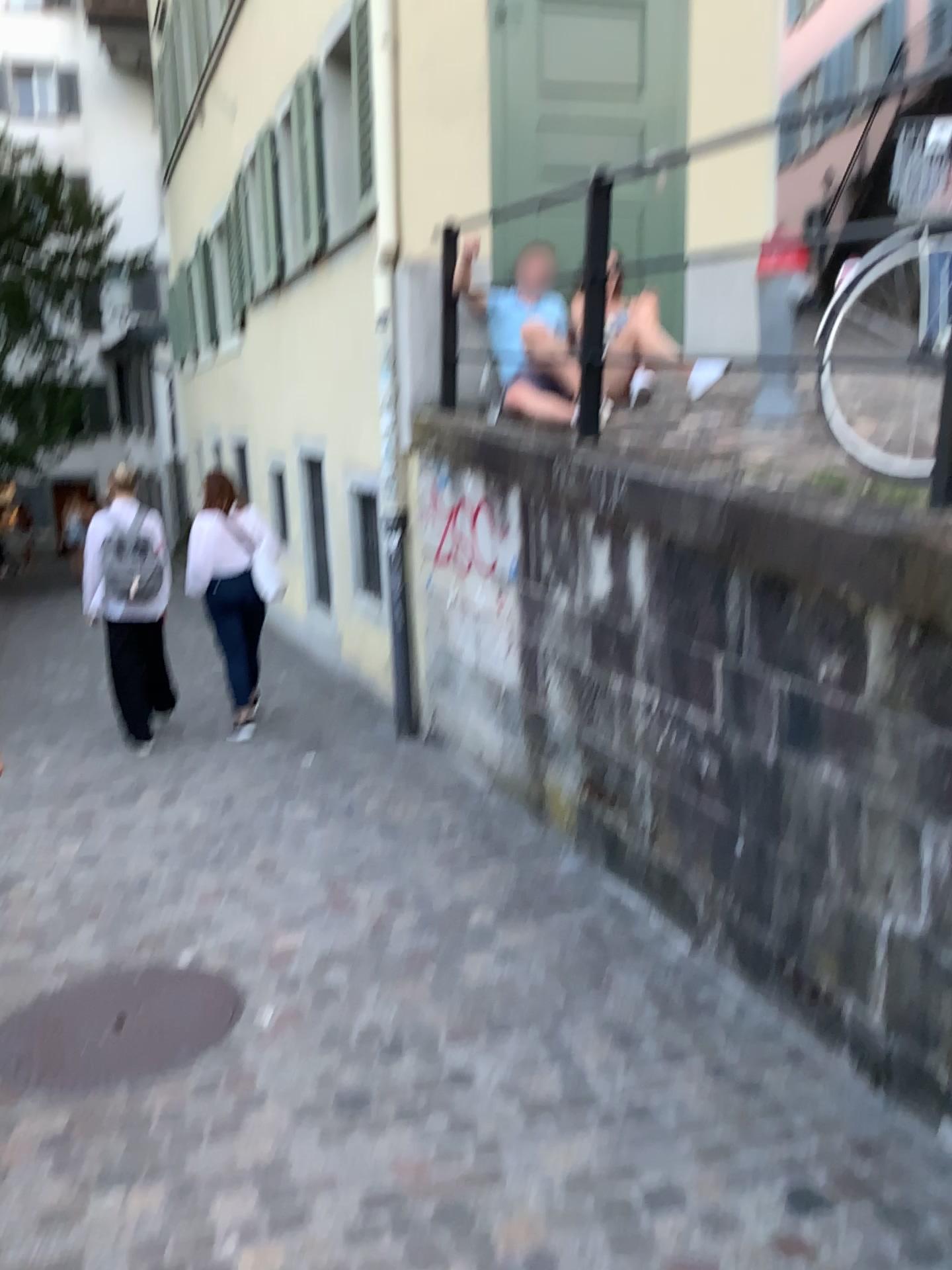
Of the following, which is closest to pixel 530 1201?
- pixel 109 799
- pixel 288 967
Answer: pixel 288 967
